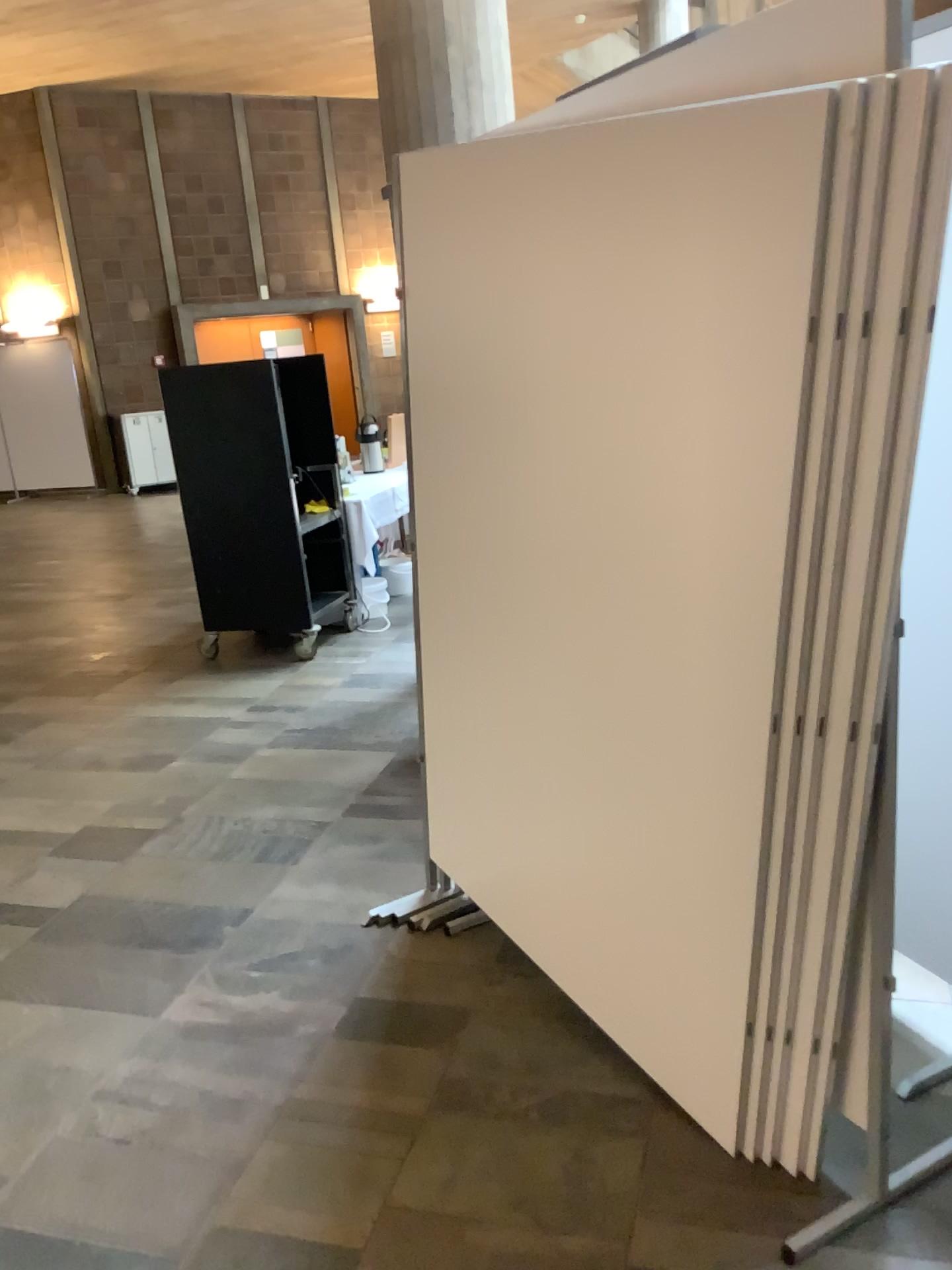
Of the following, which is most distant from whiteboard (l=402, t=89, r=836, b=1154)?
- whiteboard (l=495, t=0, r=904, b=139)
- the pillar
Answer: the pillar

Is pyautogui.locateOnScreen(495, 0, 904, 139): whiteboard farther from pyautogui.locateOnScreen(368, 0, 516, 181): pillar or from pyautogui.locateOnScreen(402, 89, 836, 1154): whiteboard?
pyautogui.locateOnScreen(368, 0, 516, 181): pillar

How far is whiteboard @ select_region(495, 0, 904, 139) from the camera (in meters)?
1.40

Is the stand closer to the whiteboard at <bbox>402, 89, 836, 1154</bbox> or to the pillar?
the whiteboard at <bbox>402, 89, 836, 1154</bbox>

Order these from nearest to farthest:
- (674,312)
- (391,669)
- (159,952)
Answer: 1. (674,312)
2. (159,952)
3. (391,669)

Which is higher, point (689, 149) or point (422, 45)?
point (422, 45)

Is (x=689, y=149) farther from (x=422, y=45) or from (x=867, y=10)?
(x=422, y=45)

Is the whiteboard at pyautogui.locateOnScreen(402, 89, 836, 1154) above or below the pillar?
below

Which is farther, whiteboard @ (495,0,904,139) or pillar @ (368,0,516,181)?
pillar @ (368,0,516,181)

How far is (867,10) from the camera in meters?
1.4 m
